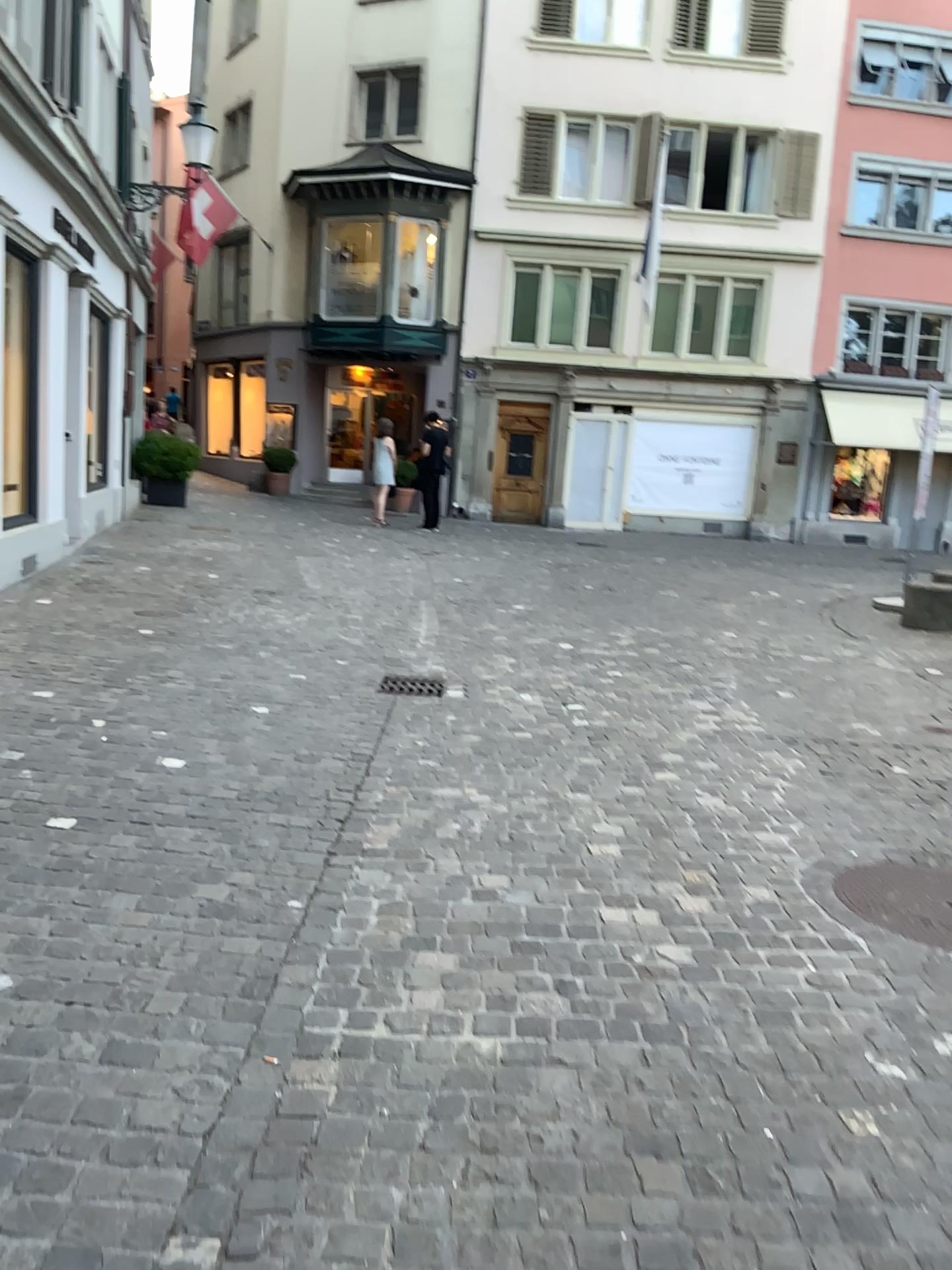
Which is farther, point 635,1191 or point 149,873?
point 149,873
